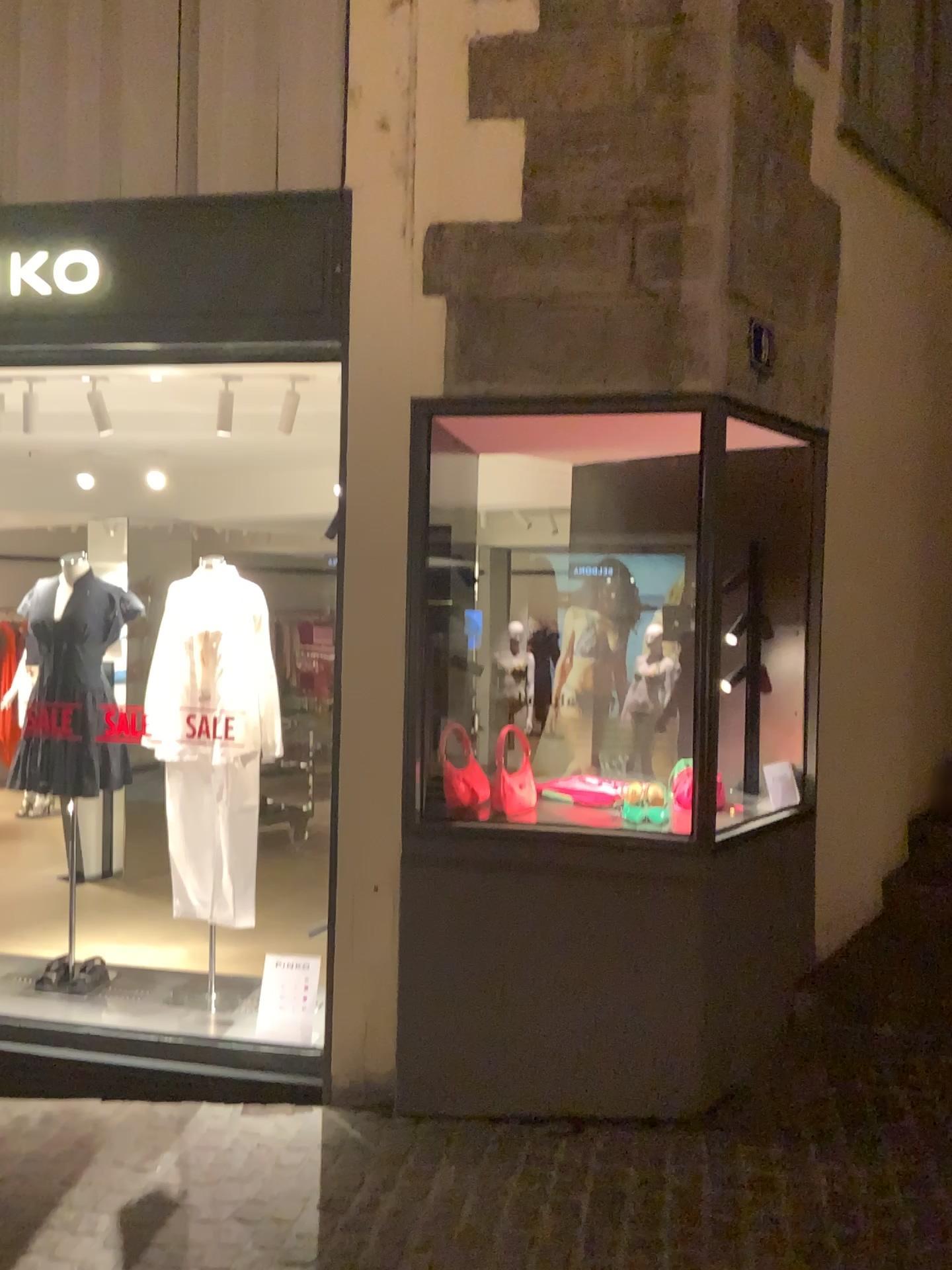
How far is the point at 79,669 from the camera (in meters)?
4.09

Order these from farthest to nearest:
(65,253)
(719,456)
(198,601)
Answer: (198,601) < (65,253) < (719,456)

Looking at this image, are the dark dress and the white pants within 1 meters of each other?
yes

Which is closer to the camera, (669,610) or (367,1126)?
(367,1126)

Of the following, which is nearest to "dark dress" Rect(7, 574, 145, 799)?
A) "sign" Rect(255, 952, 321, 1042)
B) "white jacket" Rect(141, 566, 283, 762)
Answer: "white jacket" Rect(141, 566, 283, 762)

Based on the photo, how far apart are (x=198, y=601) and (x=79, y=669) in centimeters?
54cm

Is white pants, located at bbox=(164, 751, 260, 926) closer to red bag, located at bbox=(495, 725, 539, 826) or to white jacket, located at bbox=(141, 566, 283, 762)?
white jacket, located at bbox=(141, 566, 283, 762)

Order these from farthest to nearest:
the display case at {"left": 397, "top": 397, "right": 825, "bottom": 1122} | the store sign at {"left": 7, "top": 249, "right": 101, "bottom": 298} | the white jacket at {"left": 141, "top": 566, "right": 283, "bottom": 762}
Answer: A: the white jacket at {"left": 141, "top": 566, "right": 283, "bottom": 762} → the store sign at {"left": 7, "top": 249, "right": 101, "bottom": 298} → the display case at {"left": 397, "top": 397, "right": 825, "bottom": 1122}

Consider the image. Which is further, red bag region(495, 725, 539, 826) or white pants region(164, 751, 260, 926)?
white pants region(164, 751, 260, 926)

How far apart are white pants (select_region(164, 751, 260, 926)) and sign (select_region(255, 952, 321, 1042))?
0.3m
